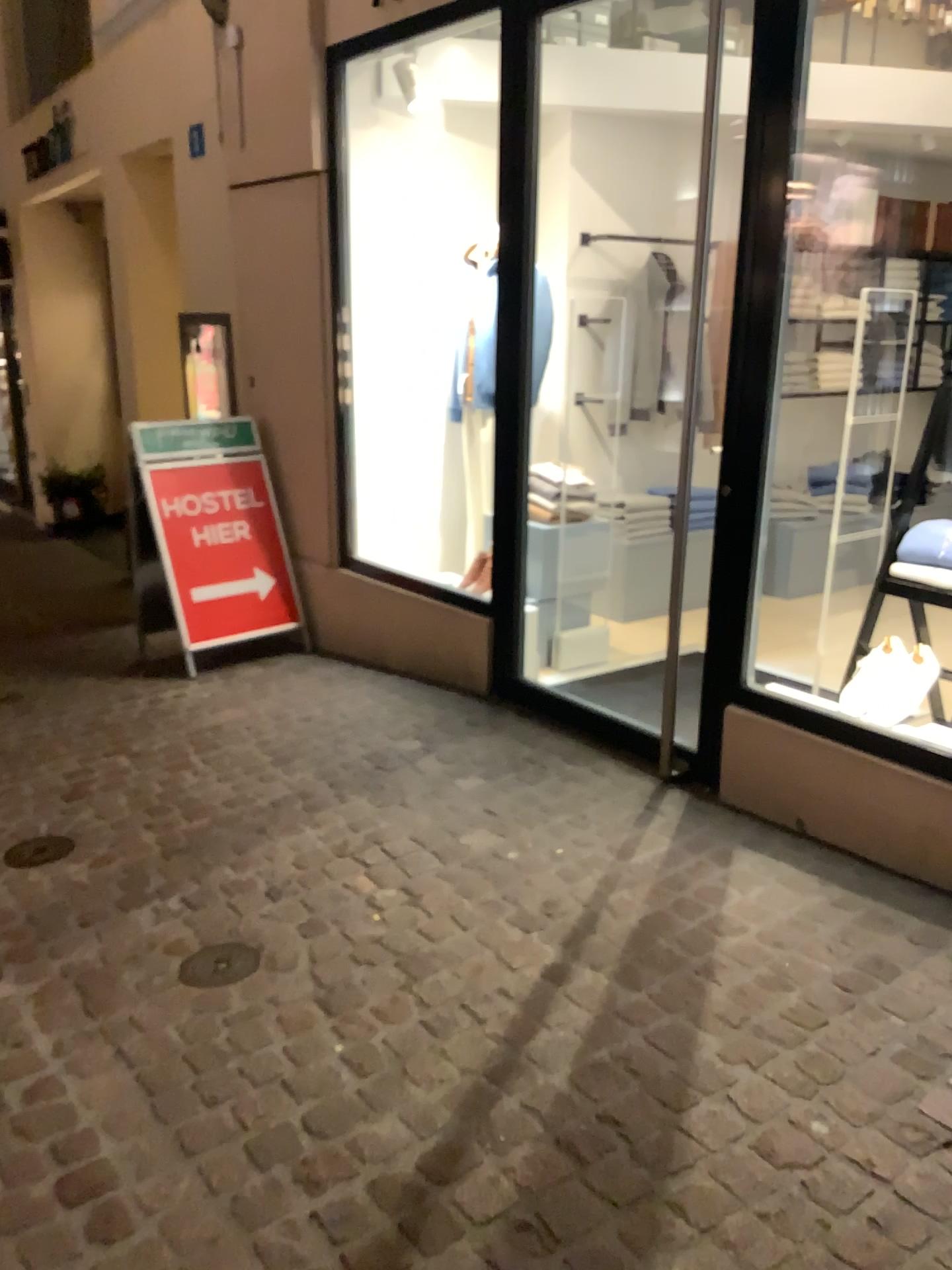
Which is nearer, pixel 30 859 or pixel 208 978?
pixel 208 978

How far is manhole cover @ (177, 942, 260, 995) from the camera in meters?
2.5 m

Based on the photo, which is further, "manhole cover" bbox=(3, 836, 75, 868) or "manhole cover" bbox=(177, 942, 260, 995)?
"manhole cover" bbox=(3, 836, 75, 868)

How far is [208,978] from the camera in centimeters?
247cm

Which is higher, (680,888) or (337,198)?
(337,198)
